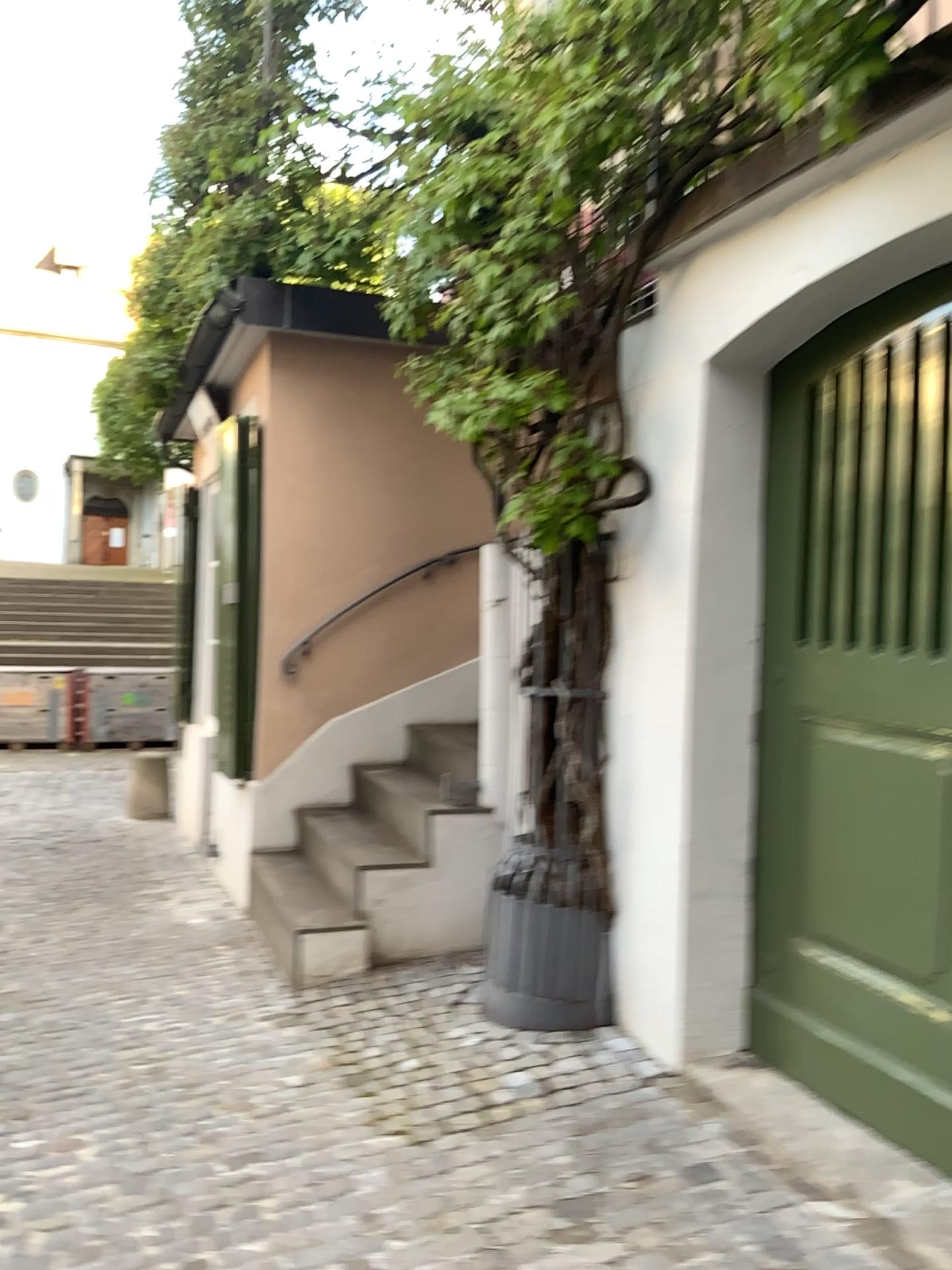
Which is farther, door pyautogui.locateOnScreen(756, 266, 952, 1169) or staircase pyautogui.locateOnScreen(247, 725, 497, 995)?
staircase pyautogui.locateOnScreen(247, 725, 497, 995)

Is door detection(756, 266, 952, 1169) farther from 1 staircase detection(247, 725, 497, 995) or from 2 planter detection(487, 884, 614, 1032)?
1 staircase detection(247, 725, 497, 995)

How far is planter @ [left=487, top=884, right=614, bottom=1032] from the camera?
3.1m

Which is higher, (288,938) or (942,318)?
(942,318)

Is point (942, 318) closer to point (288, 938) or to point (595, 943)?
point (595, 943)

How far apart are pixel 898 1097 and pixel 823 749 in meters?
0.8 m

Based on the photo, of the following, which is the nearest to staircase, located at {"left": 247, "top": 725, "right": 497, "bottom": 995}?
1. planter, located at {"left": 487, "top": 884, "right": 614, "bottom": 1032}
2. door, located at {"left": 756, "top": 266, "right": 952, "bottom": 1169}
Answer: planter, located at {"left": 487, "top": 884, "right": 614, "bottom": 1032}

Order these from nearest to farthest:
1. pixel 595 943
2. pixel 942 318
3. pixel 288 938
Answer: pixel 942 318 < pixel 595 943 < pixel 288 938

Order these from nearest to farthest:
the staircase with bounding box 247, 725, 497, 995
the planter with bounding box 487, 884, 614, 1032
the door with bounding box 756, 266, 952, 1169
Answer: the door with bounding box 756, 266, 952, 1169 < the planter with bounding box 487, 884, 614, 1032 < the staircase with bounding box 247, 725, 497, 995
